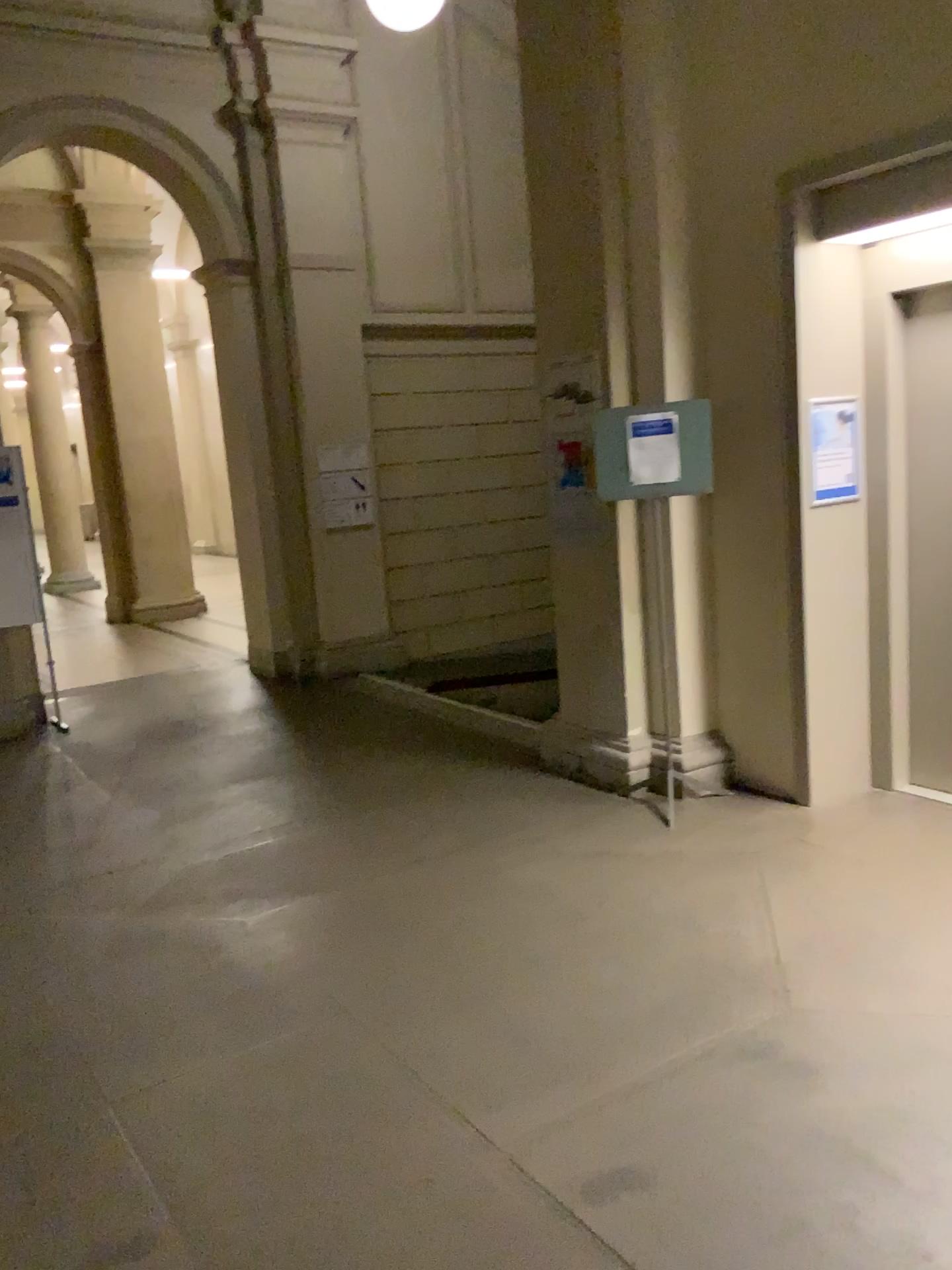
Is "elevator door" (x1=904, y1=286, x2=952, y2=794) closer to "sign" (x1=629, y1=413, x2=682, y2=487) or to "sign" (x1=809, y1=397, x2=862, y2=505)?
"sign" (x1=809, y1=397, x2=862, y2=505)

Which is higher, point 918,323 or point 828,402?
point 918,323

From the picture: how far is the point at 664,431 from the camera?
4.5m

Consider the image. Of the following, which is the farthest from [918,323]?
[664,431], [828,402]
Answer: [664,431]

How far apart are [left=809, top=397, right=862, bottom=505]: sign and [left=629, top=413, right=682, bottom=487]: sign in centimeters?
61cm

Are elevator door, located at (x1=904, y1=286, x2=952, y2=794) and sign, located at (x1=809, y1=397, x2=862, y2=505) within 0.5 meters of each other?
yes

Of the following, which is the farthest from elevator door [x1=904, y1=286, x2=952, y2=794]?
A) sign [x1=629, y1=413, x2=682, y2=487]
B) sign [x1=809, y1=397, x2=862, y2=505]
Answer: sign [x1=629, y1=413, x2=682, y2=487]

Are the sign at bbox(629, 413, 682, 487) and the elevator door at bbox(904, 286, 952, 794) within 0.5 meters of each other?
no

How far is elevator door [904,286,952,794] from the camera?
4.5m

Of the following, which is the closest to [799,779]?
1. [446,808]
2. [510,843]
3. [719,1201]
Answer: [510,843]
